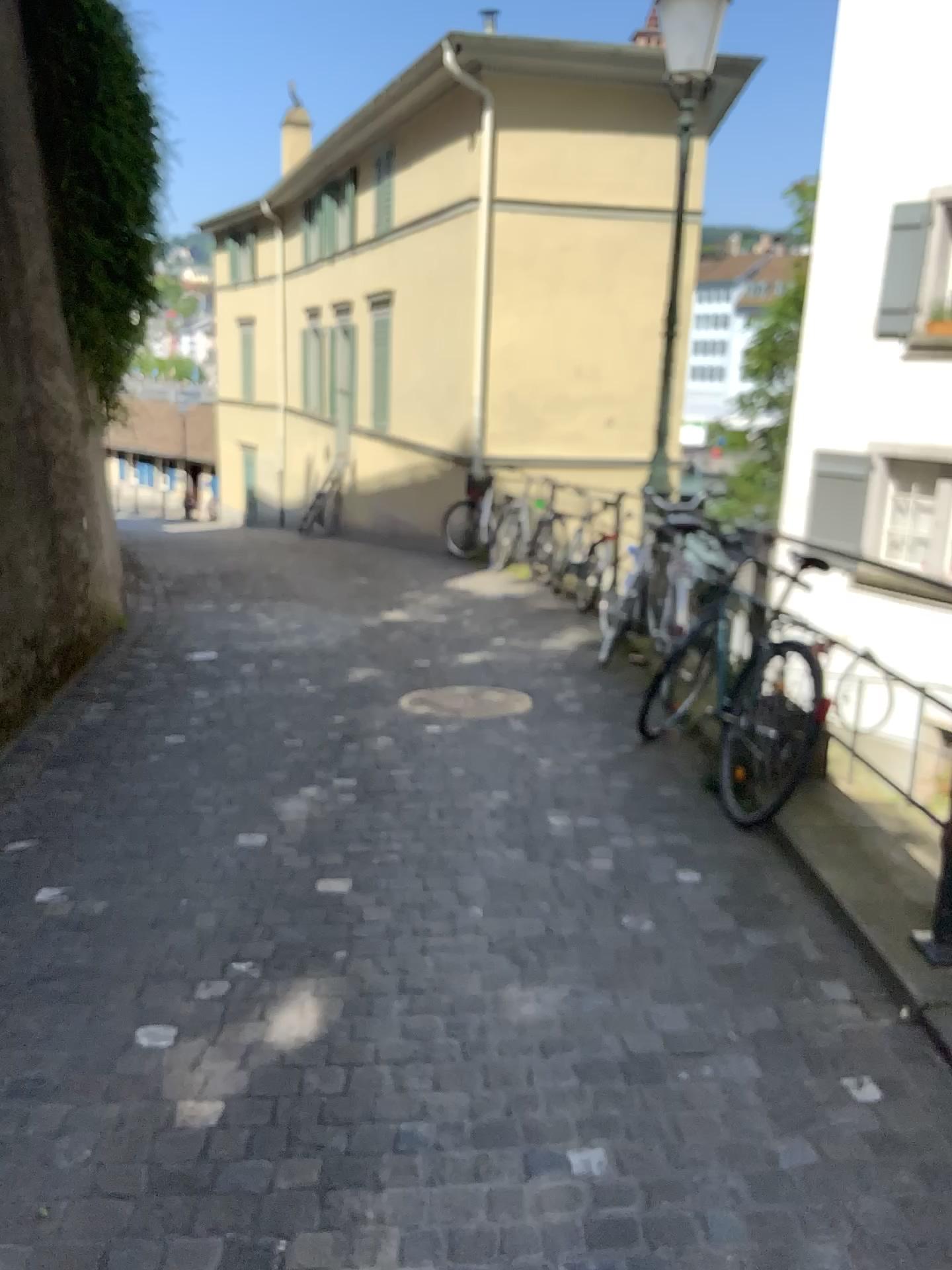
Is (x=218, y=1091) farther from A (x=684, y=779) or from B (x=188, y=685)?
B (x=188, y=685)
